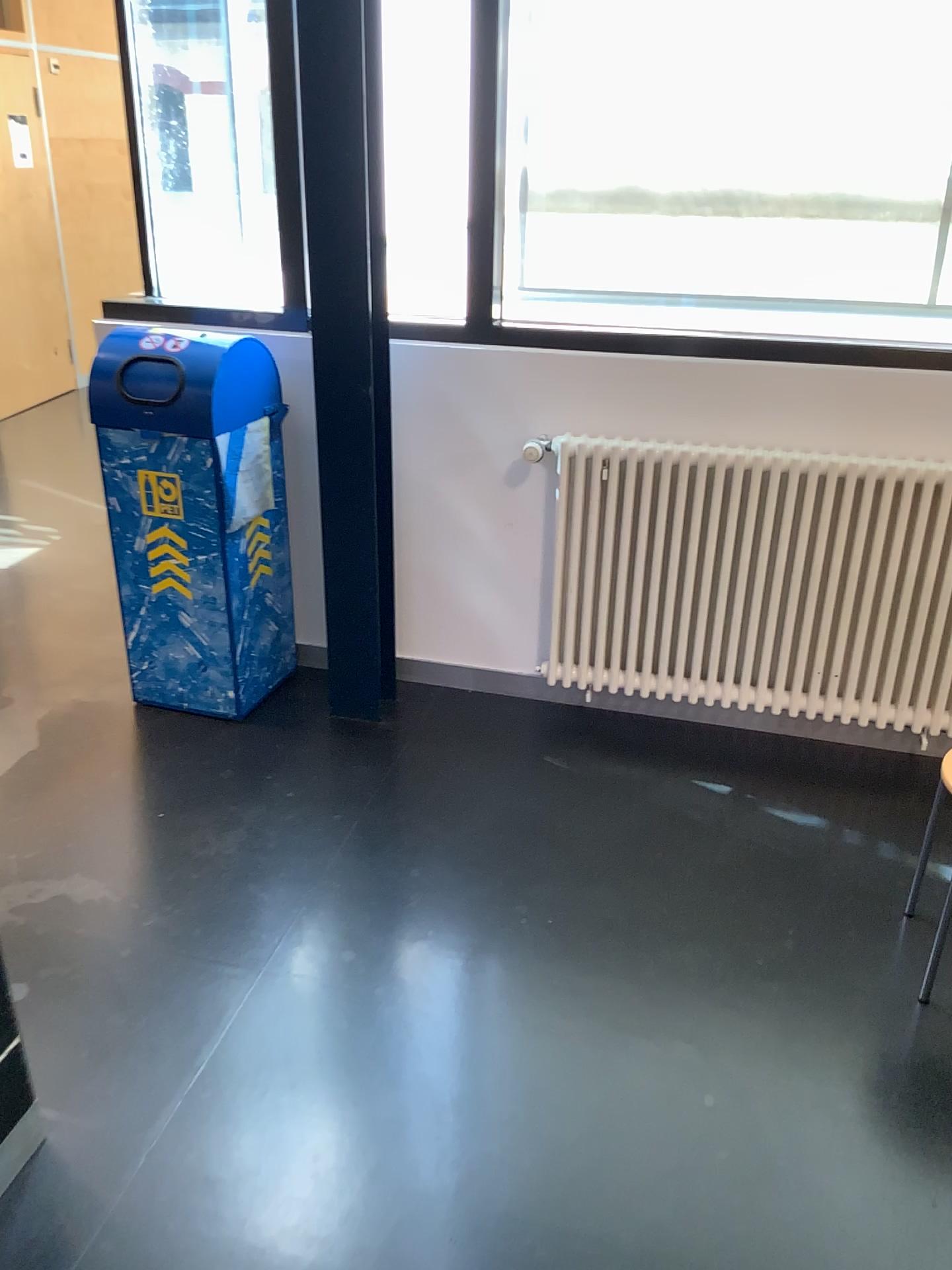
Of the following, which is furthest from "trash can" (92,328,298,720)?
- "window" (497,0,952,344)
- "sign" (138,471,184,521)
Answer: "window" (497,0,952,344)

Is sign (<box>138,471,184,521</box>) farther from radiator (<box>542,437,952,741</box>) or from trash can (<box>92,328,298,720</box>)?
radiator (<box>542,437,952,741</box>)

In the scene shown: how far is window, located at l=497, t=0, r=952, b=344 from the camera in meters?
2.6 m

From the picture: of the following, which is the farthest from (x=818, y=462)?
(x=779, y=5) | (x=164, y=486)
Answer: (x=164, y=486)

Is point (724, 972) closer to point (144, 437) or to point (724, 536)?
point (724, 536)

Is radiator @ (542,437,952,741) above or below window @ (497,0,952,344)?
below

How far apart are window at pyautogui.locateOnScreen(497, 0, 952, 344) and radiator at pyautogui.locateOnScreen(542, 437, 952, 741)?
0.3m

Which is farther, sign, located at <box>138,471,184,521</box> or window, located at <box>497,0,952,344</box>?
sign, located at <box>138,471,184,521</box>

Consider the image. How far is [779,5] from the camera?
2.56m

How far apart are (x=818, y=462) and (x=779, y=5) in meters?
1.1 m
